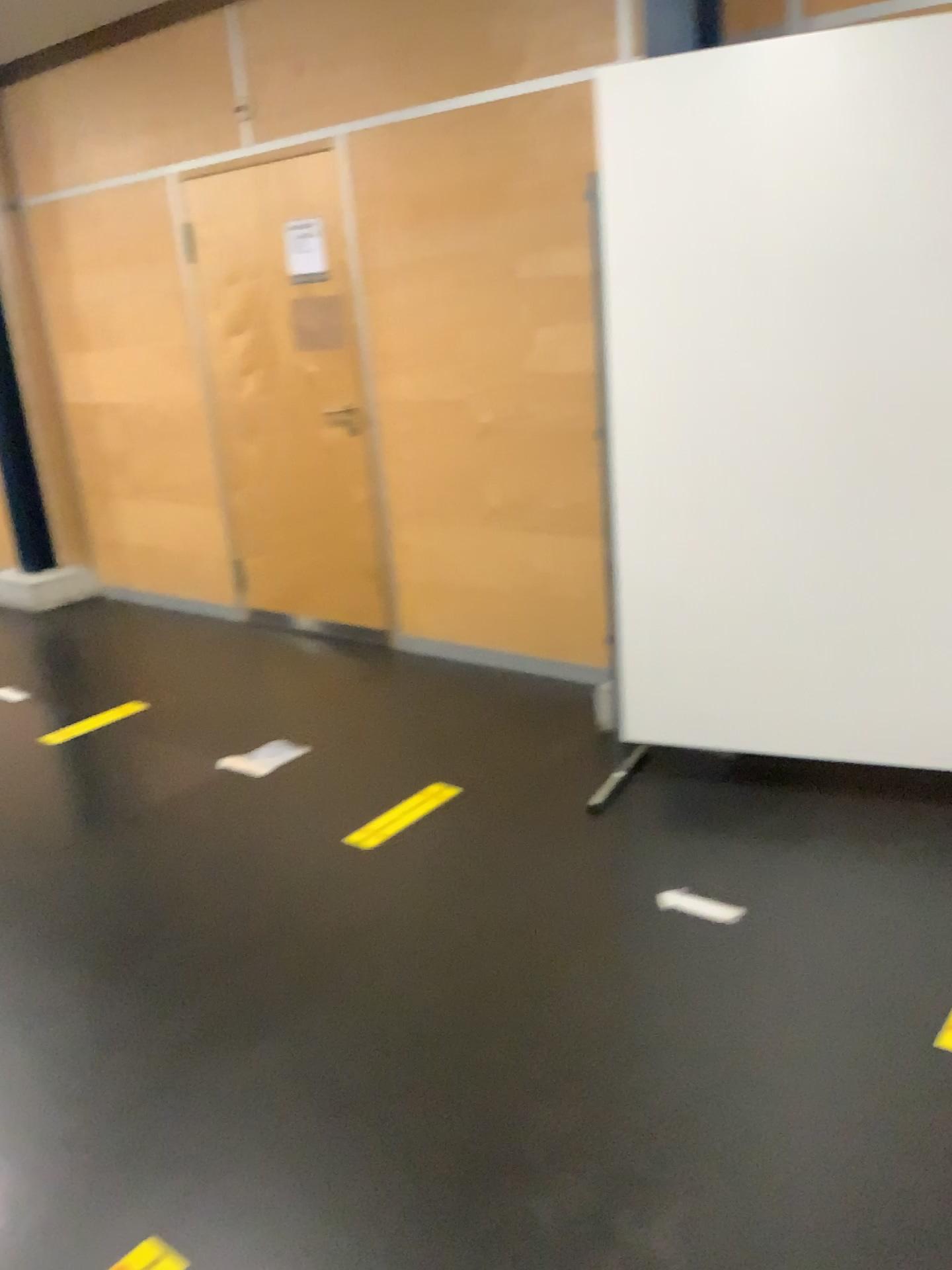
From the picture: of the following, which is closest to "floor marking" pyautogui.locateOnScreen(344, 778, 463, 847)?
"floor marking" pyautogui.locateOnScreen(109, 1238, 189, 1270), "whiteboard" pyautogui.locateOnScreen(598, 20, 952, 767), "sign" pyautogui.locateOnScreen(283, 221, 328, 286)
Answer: "whiteboard" pyautogui.locateOnScreen(598, 20, 952, 767)

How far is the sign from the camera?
4.21m

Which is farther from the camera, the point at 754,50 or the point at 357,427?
the point at 357,427

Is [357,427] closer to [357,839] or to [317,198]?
[317,198]

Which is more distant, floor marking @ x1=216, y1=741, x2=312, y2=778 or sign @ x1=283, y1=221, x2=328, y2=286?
sign @ x1=283, y1=221, x2=328, y2=286

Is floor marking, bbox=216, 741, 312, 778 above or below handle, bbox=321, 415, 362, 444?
below

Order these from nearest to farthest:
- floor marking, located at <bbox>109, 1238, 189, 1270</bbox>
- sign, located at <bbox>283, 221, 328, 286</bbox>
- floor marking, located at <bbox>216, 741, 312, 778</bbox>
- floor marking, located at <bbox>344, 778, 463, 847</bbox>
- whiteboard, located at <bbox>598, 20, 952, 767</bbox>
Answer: floor marking, located at <bbox>109, 1238, 189, 1270</bbox> < whiteboard, located at <bbox>598, 20, 952, 767</bbox> < floor marking, located at <bbox>344, 778, 463, 847</bbox> < floor marking, located at <bbox>216, 741, 312, 778</bbox> < sign, located at <bbox>283, 221, 328, 286</bbox>

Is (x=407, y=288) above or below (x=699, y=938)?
above

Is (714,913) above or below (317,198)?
below

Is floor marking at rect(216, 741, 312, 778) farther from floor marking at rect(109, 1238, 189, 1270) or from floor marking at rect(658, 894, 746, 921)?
floor marking at rect(109, 1238, 189, 1270)
